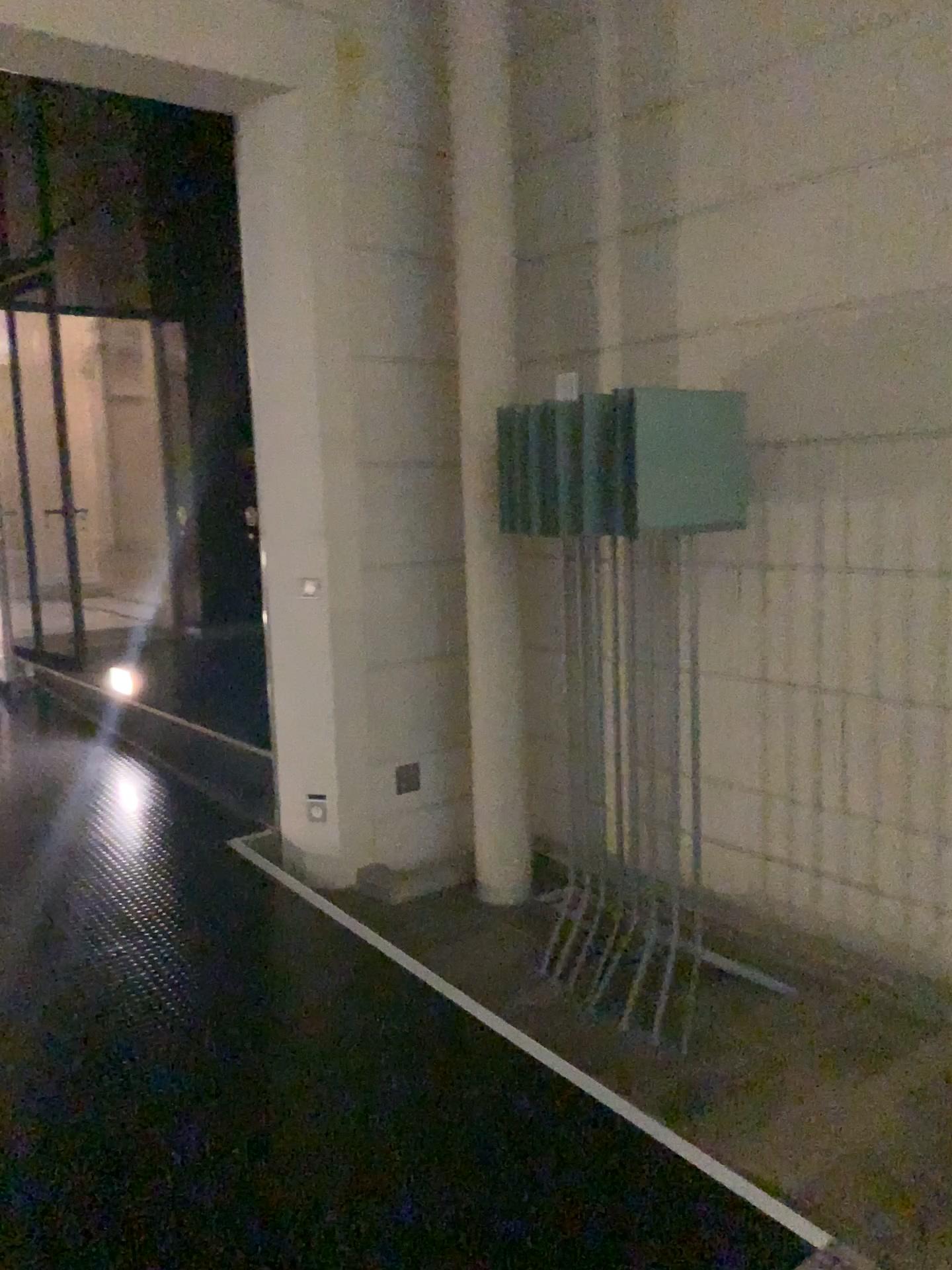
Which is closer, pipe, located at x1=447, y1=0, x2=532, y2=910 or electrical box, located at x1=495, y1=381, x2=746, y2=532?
electrical box, located at x1=495, y1=381, x2=746, y2=532

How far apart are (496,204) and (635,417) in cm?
129

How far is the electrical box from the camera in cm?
293

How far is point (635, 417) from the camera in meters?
2.9 m

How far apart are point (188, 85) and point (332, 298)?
0.8m

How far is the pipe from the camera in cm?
376

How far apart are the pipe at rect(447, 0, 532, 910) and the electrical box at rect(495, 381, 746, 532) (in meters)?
0.27

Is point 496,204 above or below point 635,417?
above
